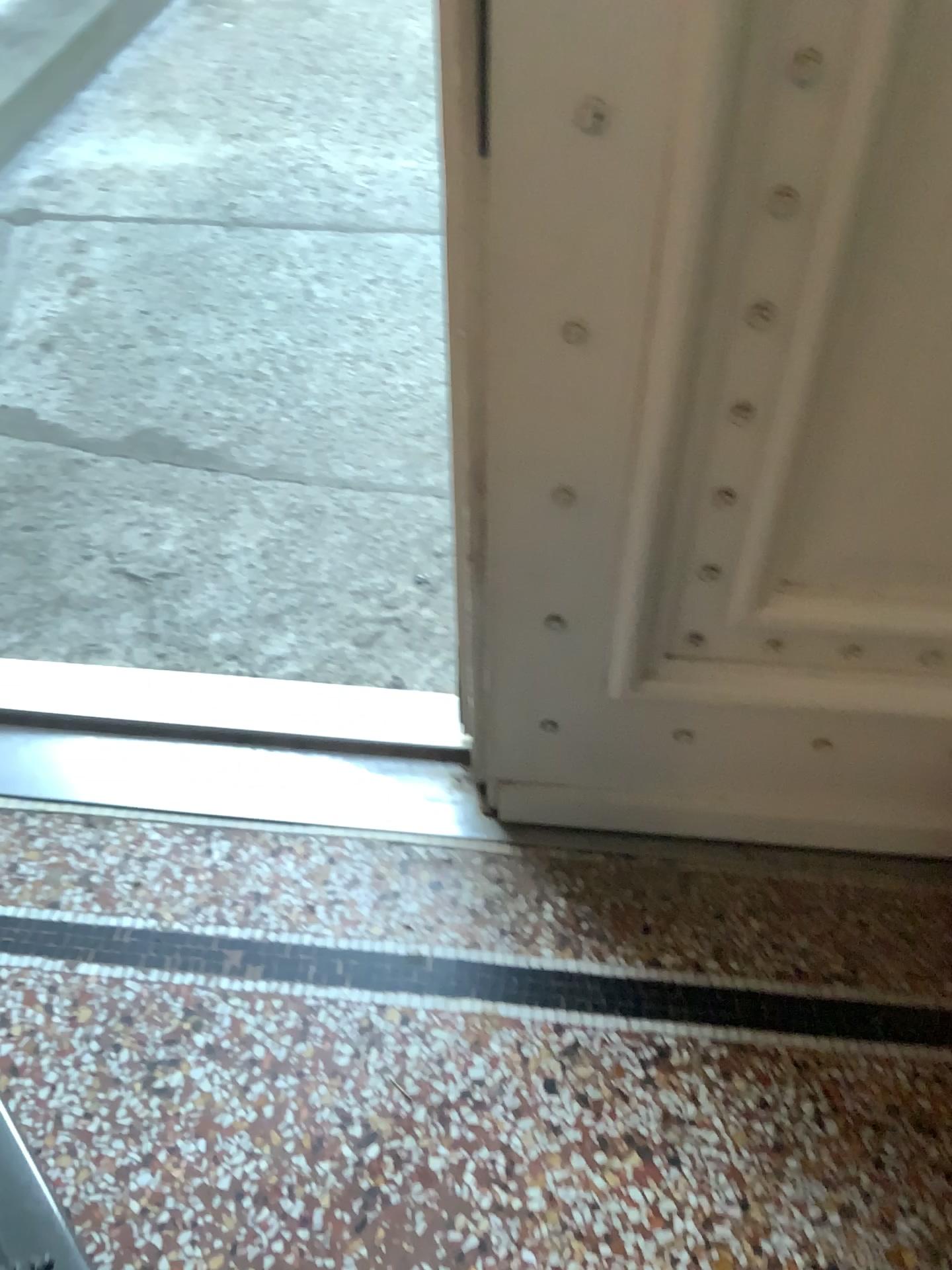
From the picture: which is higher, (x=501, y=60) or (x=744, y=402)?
(x=501, y=60)

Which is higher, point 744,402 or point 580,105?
point 580,105

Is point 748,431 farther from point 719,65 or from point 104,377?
point 104,377

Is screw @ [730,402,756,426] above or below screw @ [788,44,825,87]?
below

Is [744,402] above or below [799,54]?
below

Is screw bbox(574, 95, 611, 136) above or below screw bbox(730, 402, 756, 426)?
above
